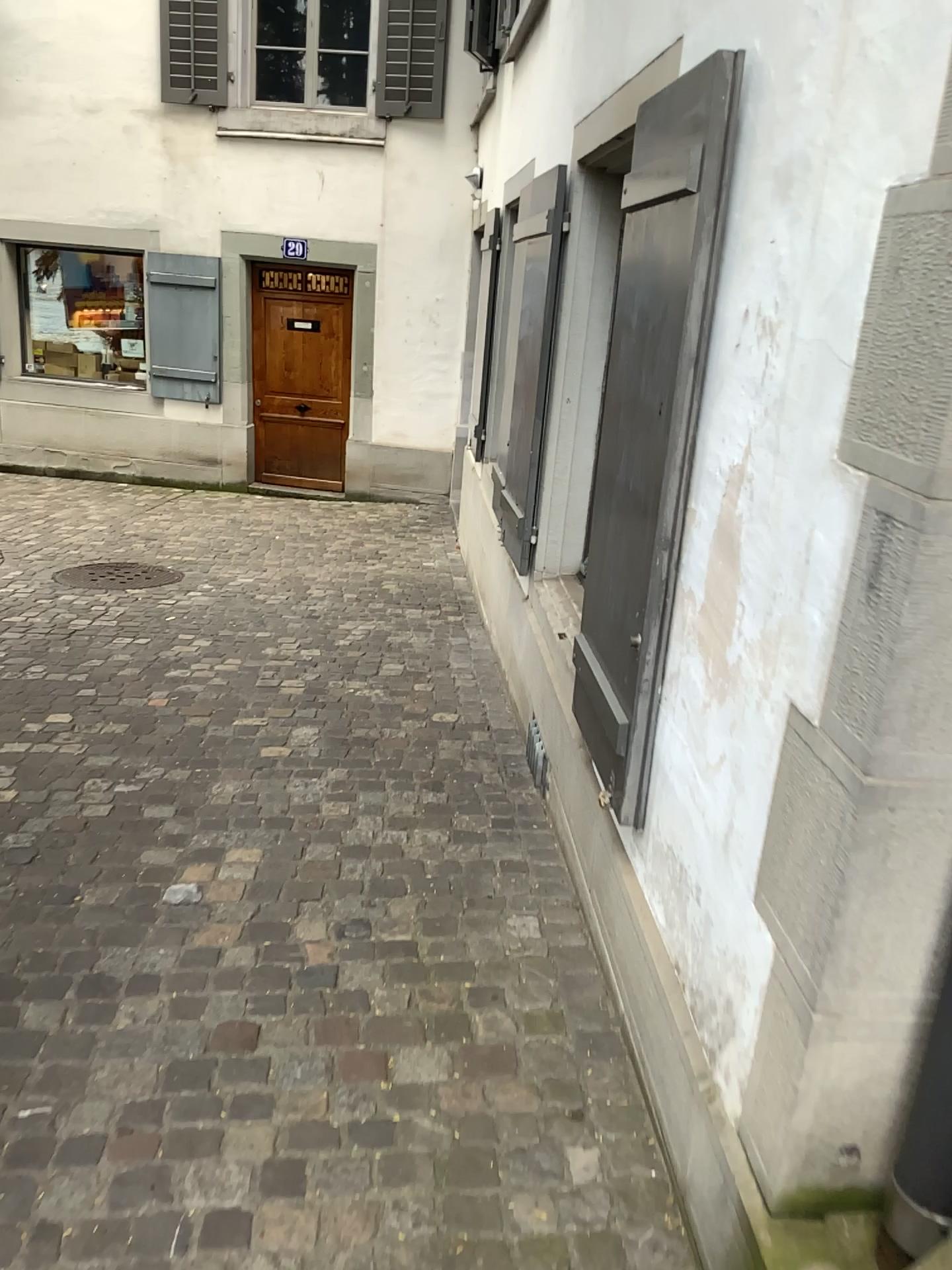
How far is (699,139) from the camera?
1.9m

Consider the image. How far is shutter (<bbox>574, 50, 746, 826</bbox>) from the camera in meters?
1.9

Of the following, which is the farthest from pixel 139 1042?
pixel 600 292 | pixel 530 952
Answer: pixel 600 292
